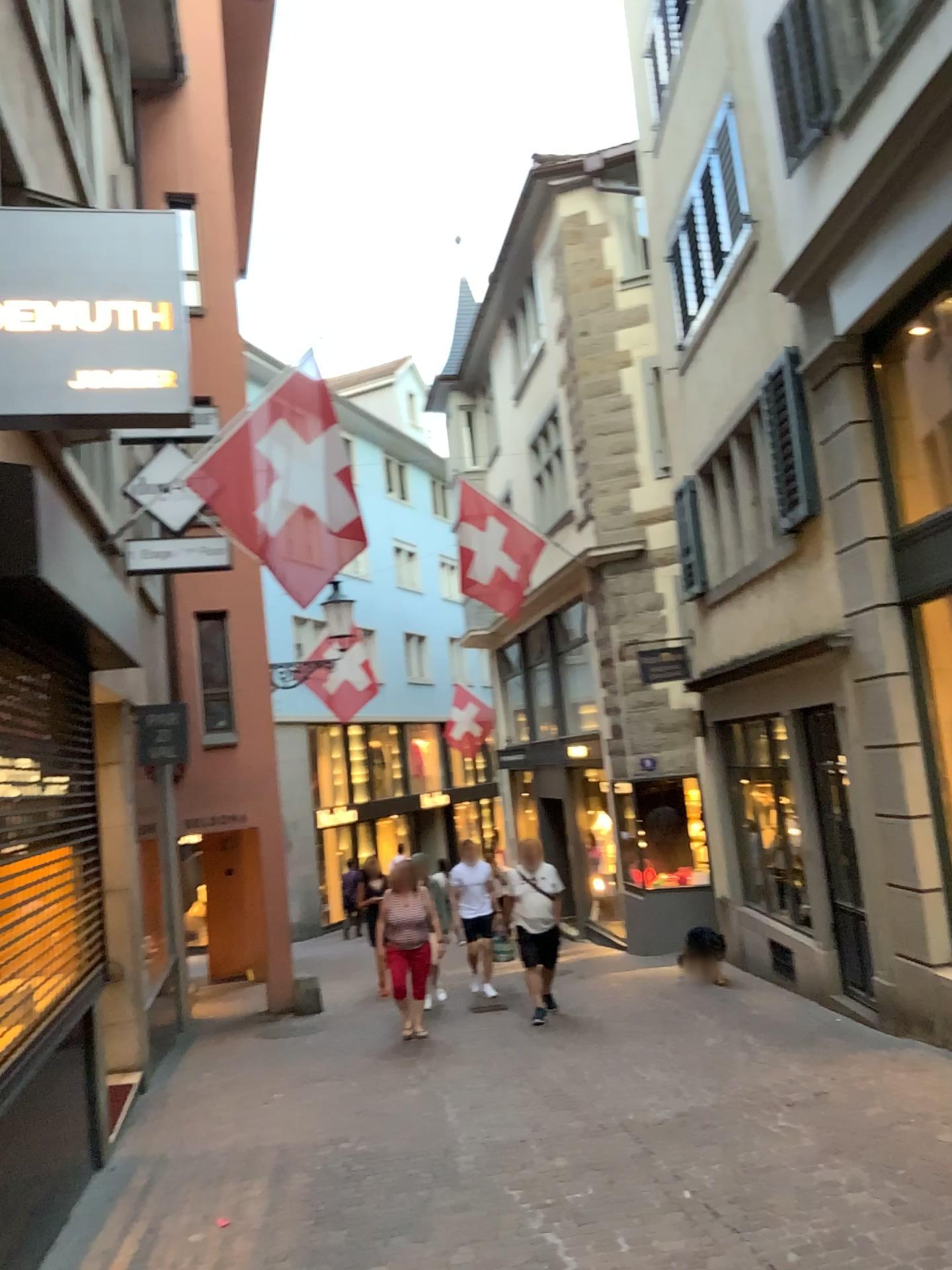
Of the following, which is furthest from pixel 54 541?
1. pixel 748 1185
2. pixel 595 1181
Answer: pixel 748 1185

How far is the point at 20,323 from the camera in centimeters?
387cm

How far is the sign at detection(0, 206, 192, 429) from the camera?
3.9m
